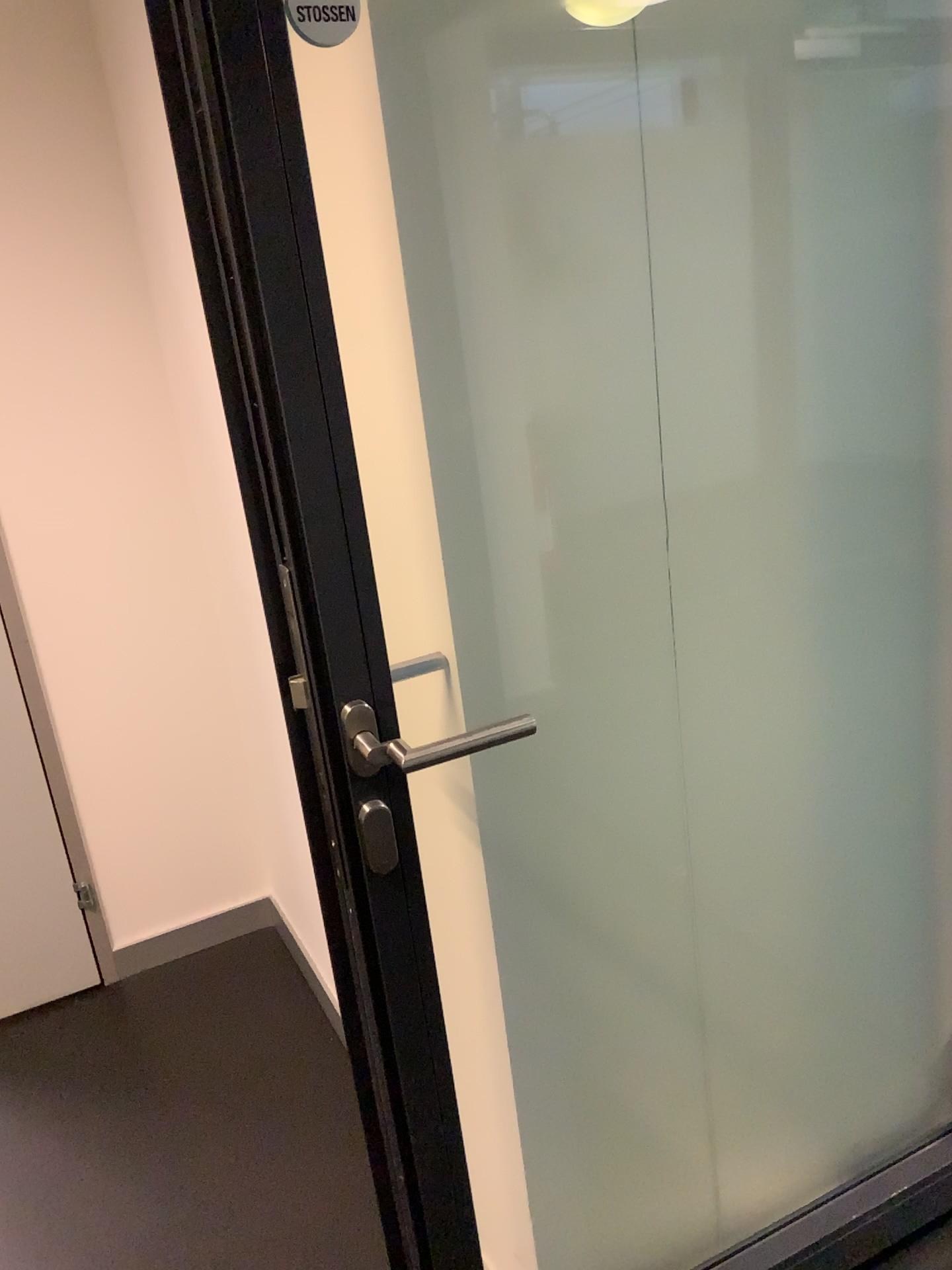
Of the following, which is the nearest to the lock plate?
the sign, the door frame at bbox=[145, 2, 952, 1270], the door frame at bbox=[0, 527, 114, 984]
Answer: the door frame at bbox=[145, 2, 952, 1270]

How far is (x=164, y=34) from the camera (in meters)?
0.81

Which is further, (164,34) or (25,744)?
(25,744)

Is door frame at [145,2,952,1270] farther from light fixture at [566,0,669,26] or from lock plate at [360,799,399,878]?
light fixture at [566,0,669,26]

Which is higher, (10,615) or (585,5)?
(585,5)

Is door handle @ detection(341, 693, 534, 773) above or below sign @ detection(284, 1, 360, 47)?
below

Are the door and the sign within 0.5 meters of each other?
no

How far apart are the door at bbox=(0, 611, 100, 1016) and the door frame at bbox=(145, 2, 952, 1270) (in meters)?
1.45

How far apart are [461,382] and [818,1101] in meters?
1.2 m

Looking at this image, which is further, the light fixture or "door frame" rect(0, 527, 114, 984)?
"door frame" rect(0, 527, 114, 984)
